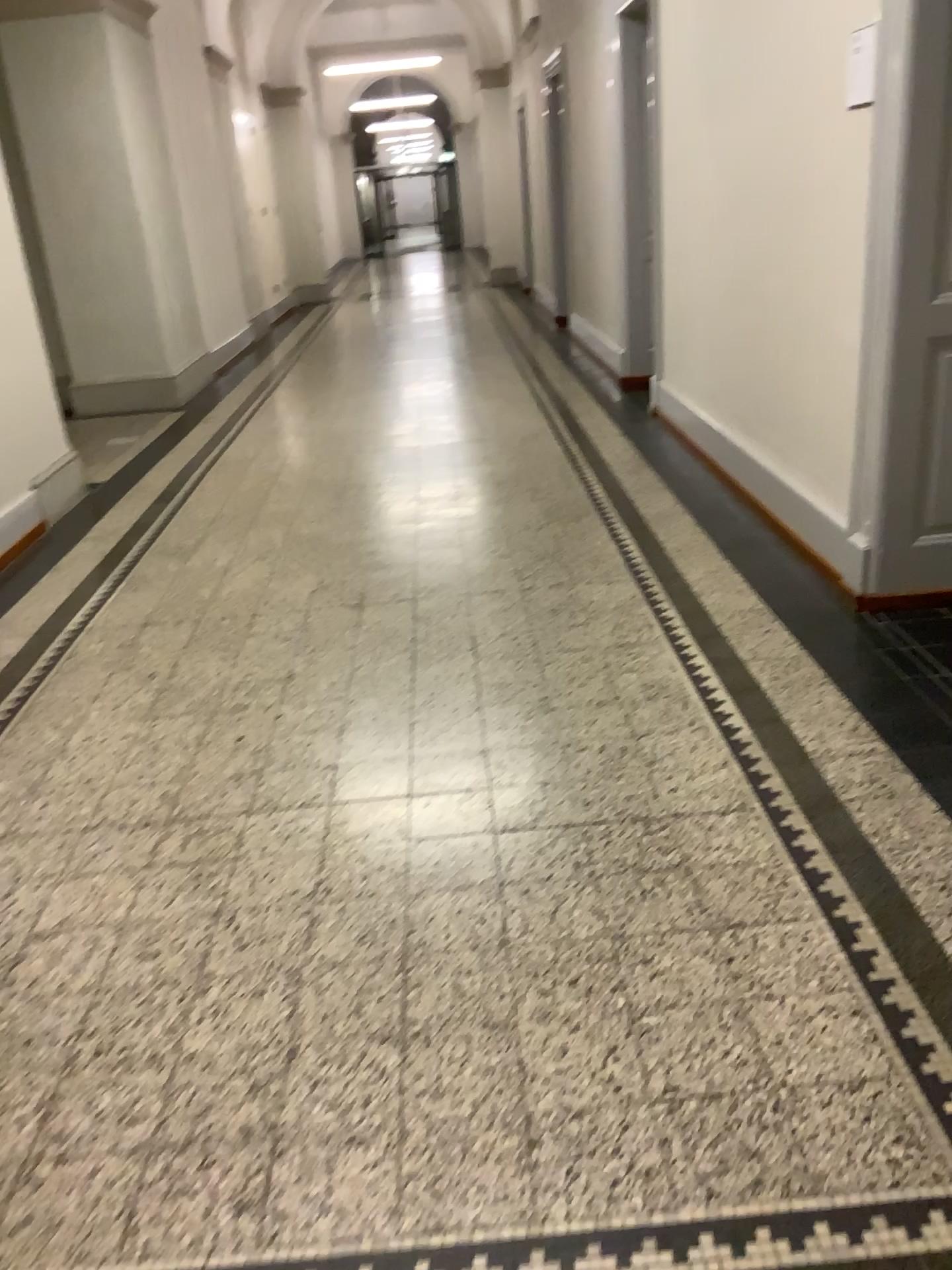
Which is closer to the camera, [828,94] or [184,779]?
[184,779]
